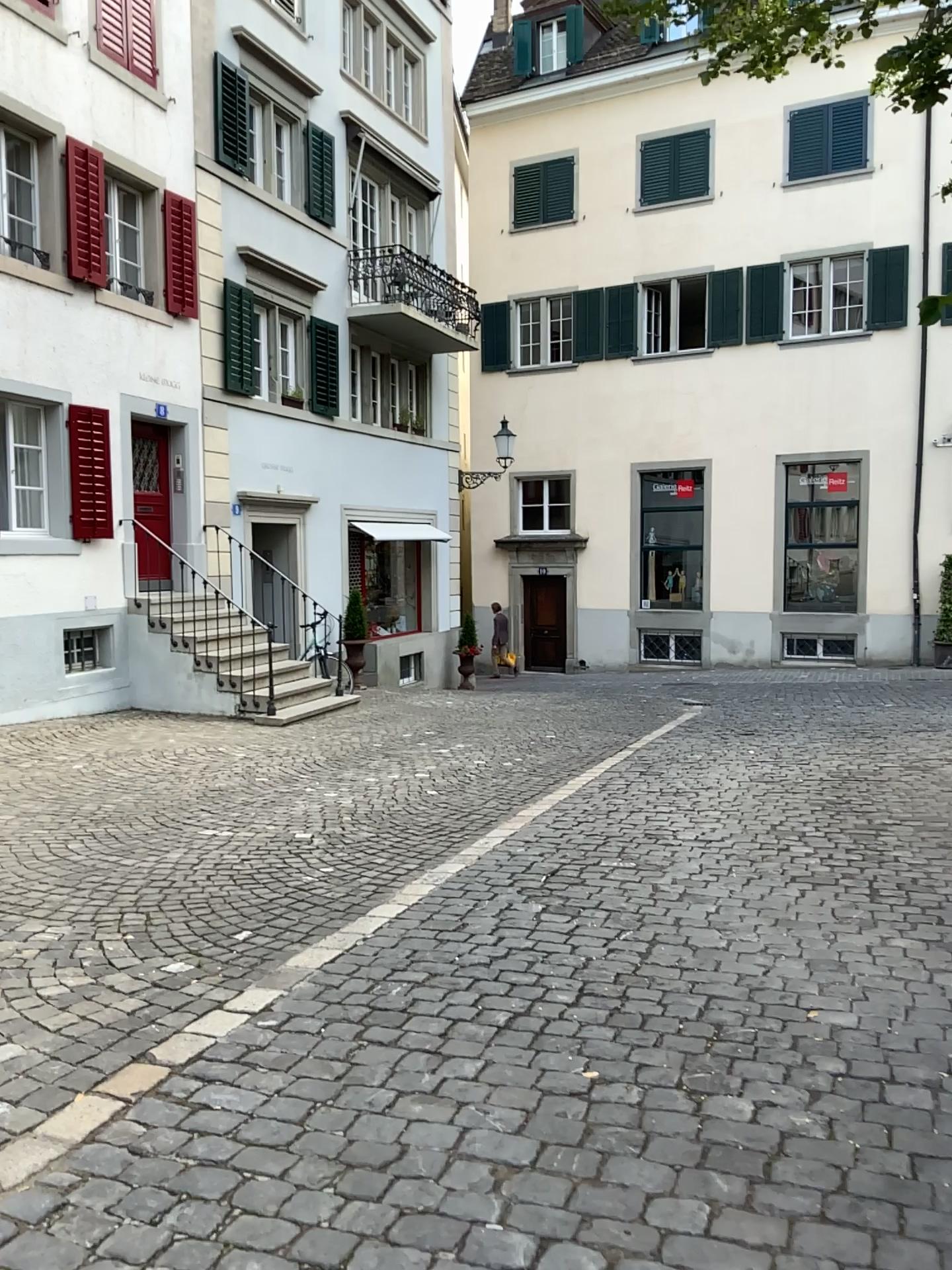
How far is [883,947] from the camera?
3.9 meters
